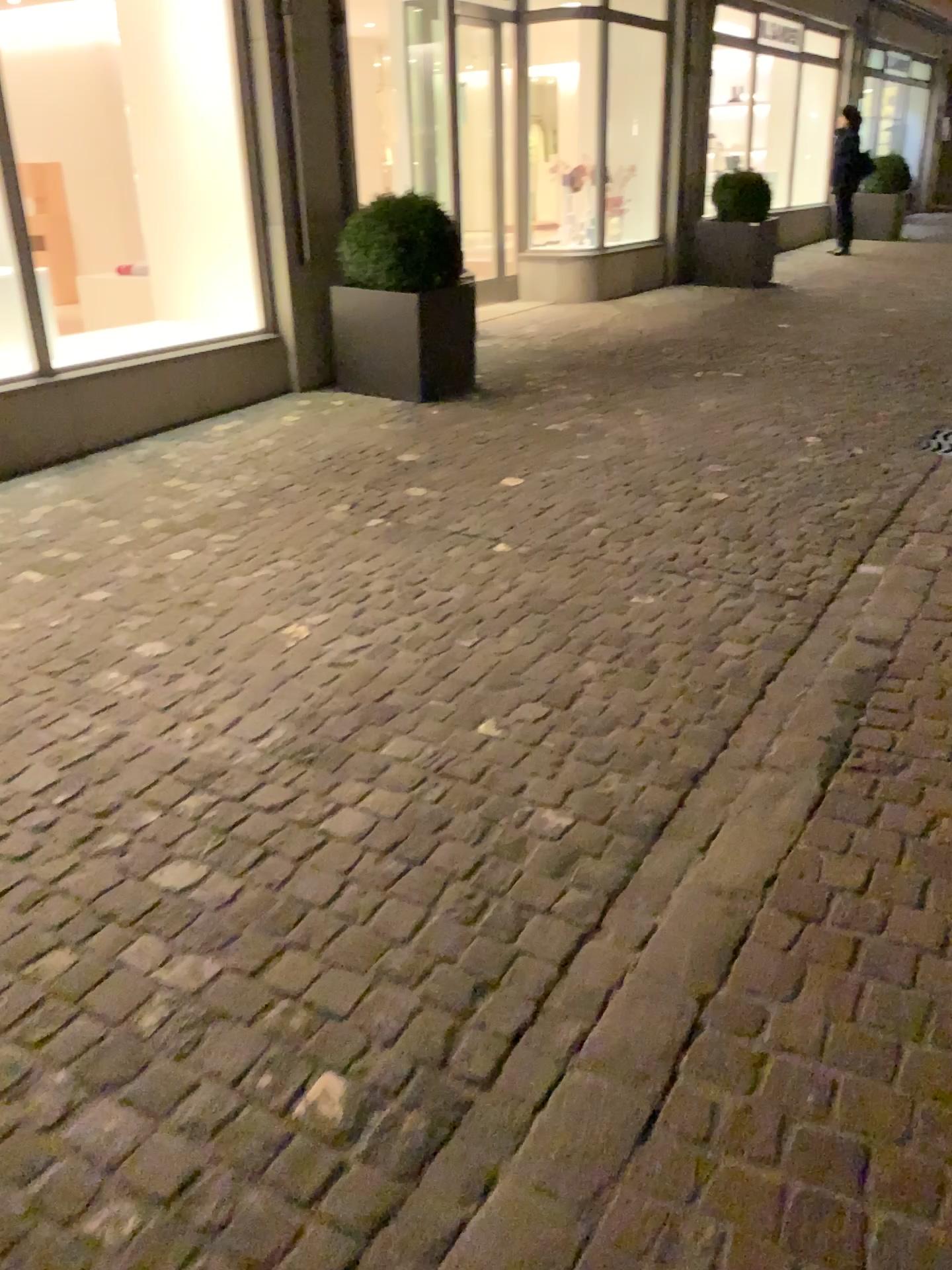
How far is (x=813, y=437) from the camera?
5.20m
